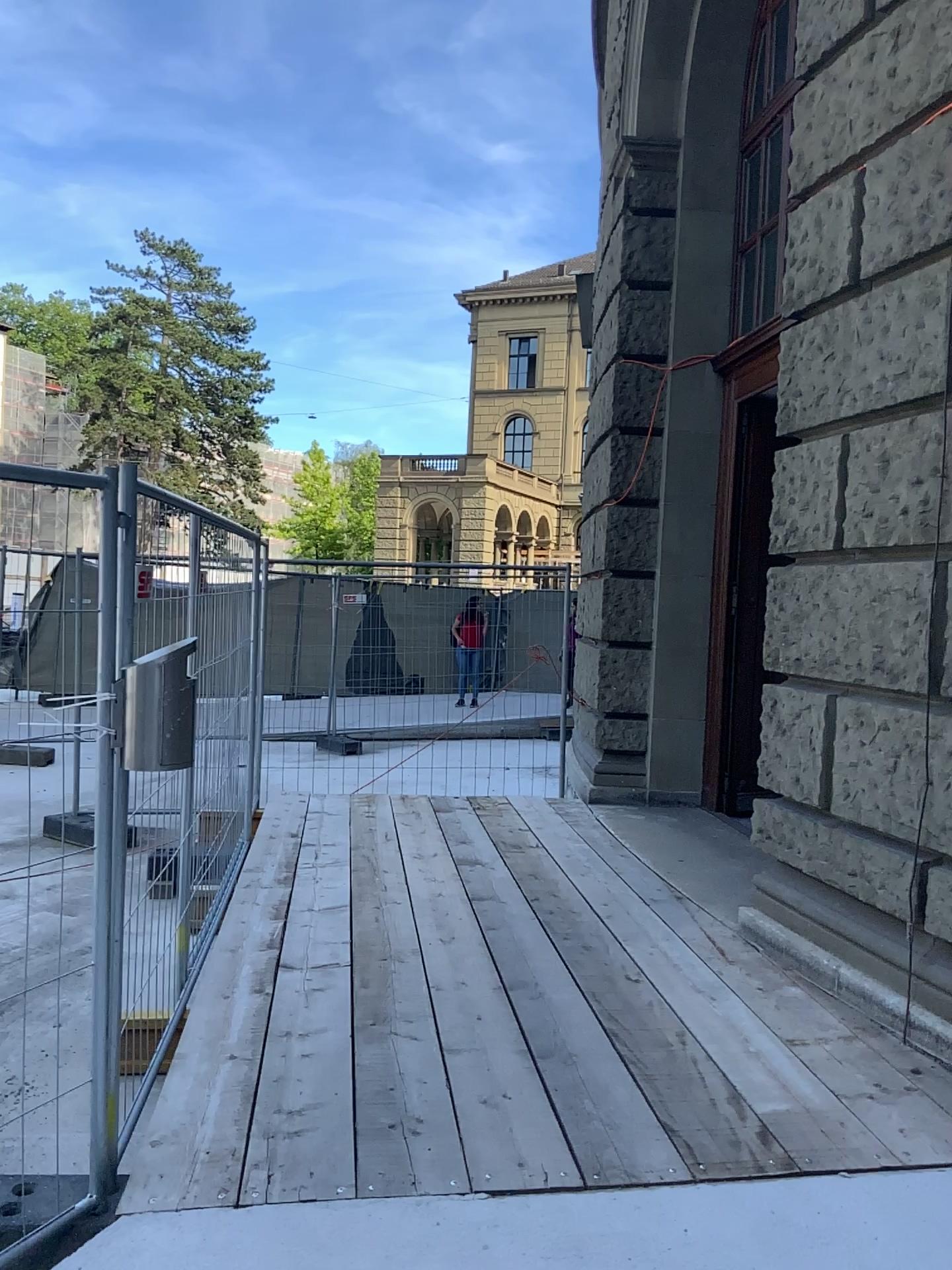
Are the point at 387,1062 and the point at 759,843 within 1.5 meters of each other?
no
